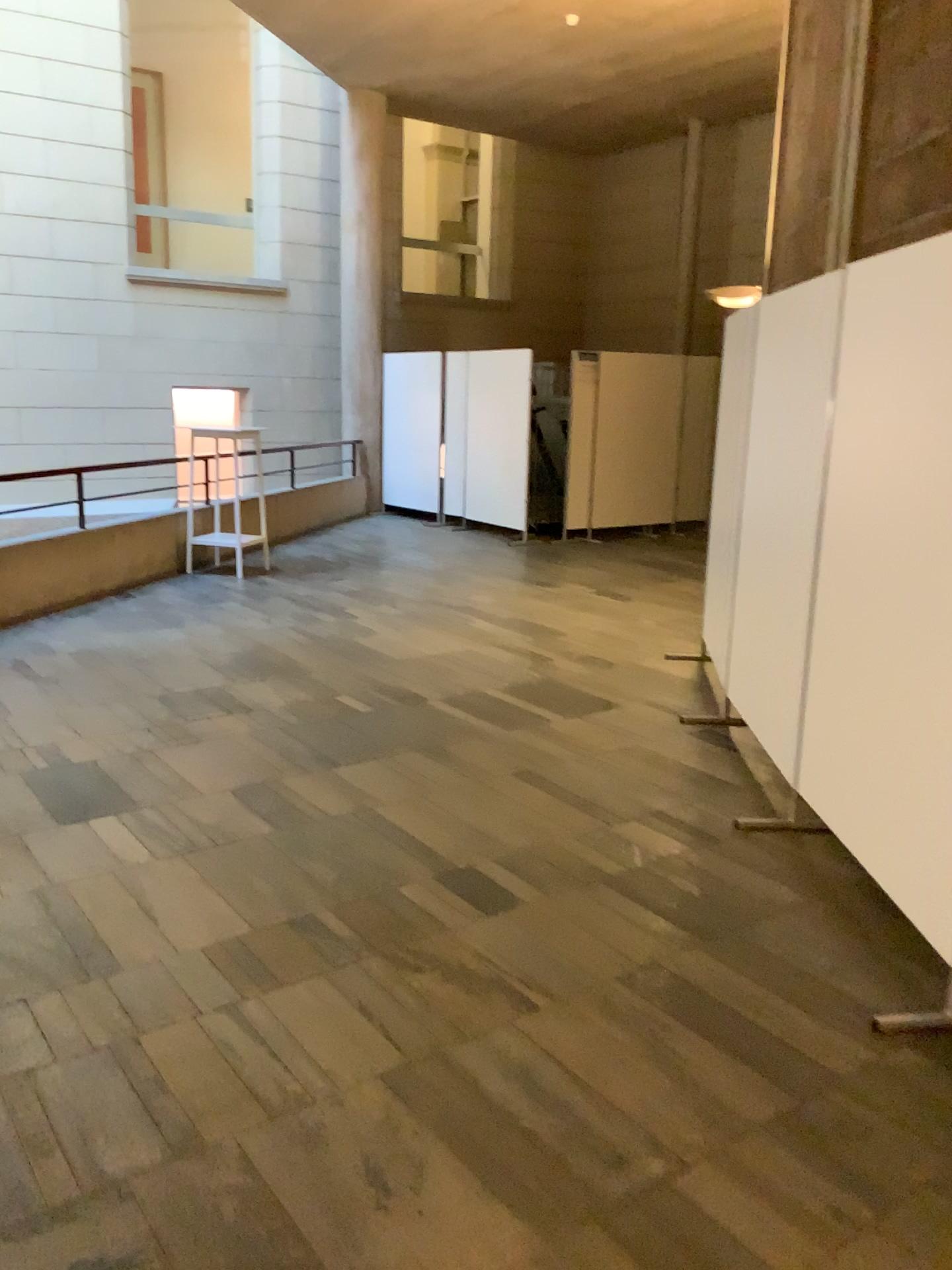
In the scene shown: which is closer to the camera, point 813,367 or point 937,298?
point 937,298

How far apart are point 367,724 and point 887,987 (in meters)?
2.59

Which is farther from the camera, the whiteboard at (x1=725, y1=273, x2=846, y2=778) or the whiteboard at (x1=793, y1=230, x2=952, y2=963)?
the whiteboard at (x1=725, y1=273, x2=846, y2=778)
